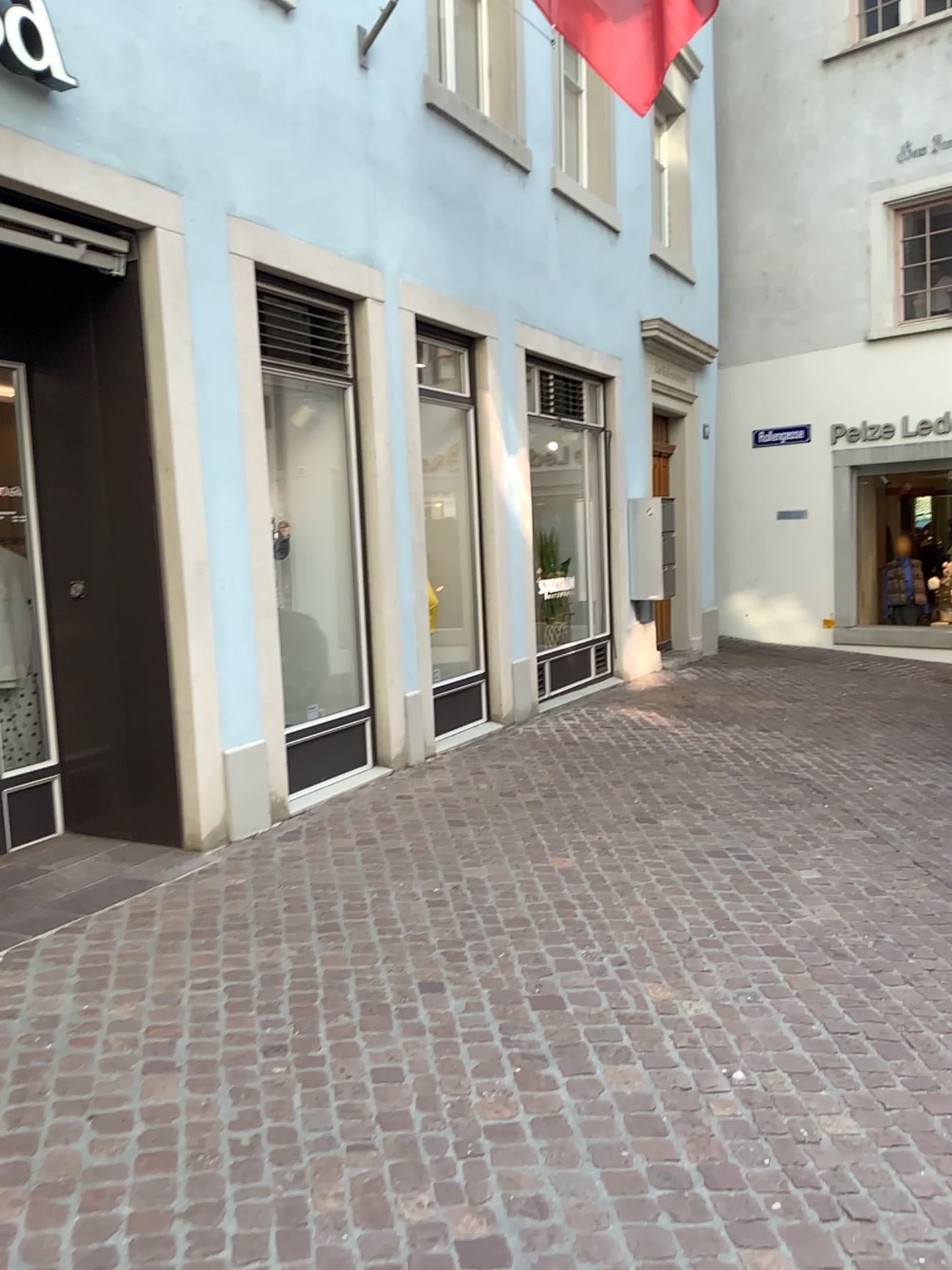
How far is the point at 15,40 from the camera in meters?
3.6 m

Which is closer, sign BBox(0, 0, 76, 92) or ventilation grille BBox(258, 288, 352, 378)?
sign BBox(0, 0, 76, 92)

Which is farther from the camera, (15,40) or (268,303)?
(268,303)

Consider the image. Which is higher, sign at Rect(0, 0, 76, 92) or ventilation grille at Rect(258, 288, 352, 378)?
sign at Rect(0, 0, 76, 92)

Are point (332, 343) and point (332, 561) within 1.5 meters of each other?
yes

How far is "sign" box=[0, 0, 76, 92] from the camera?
3.6 meters

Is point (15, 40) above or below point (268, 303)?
above
